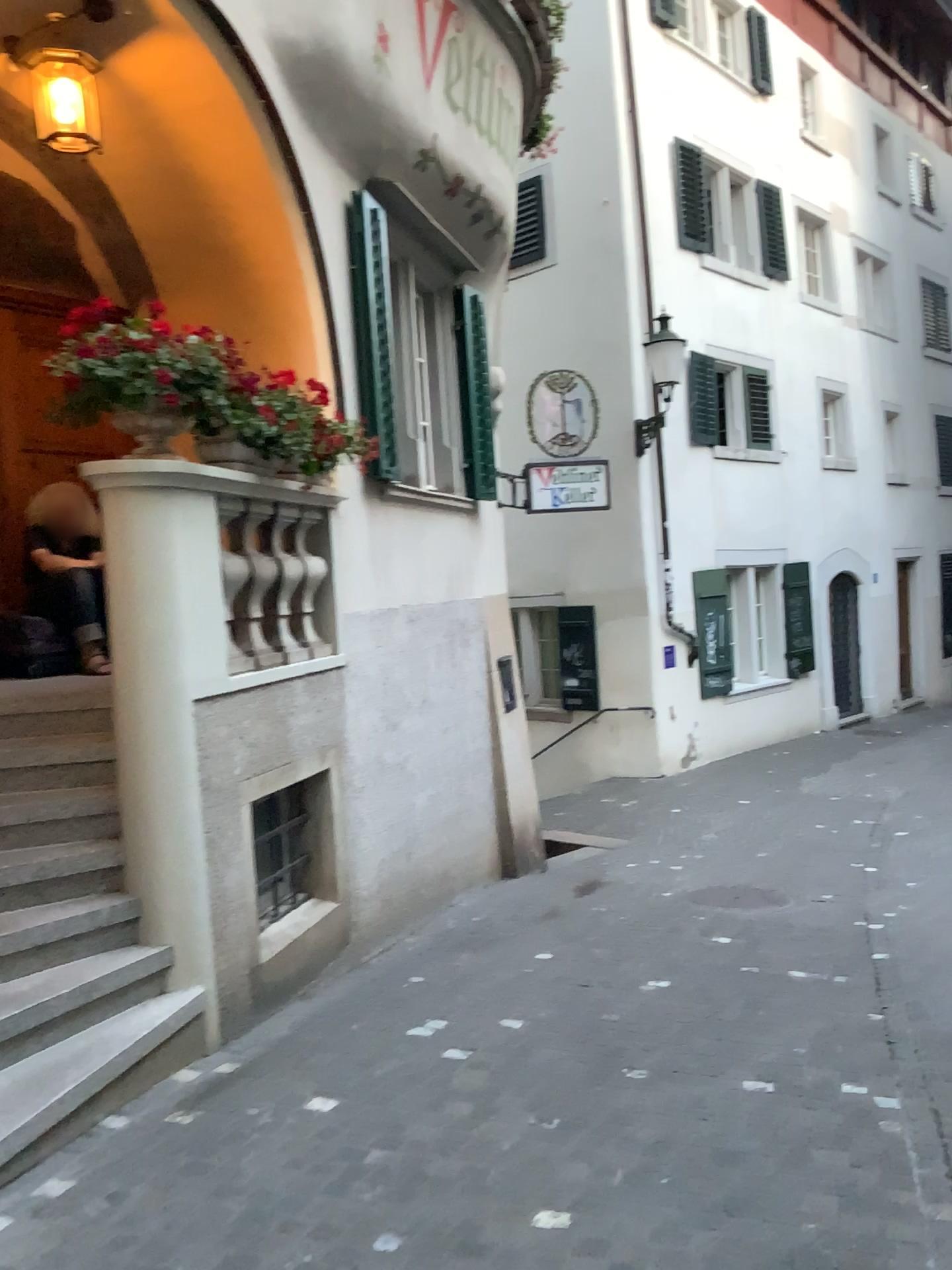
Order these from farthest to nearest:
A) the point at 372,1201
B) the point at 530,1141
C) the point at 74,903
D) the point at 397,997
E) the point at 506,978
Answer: the point at 506,978, the point at 397,997, the point at 74,903, the point at 530,1141, the point at 372,1201
